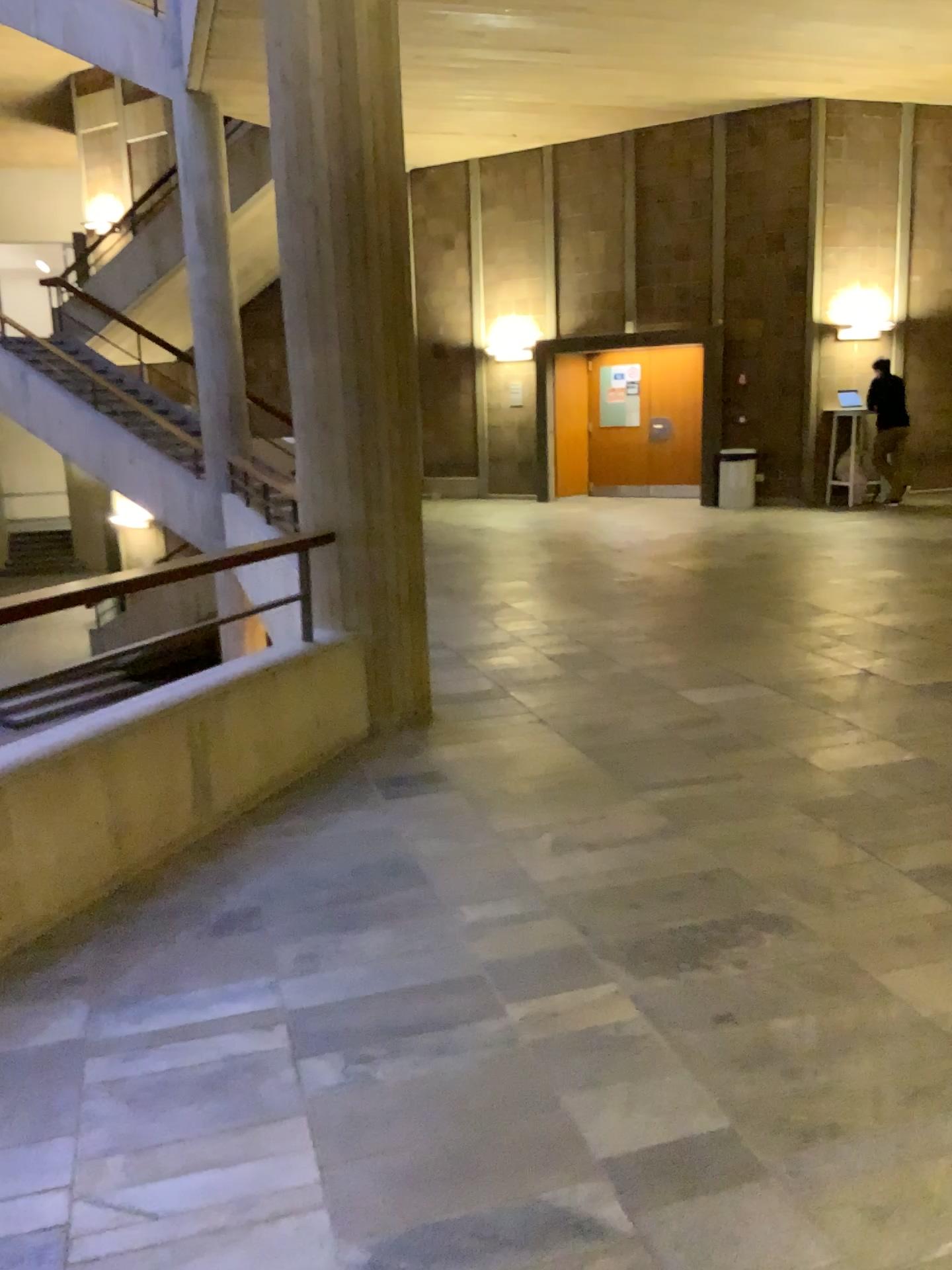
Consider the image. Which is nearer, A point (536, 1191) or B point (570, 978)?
A point (536, 1191)
